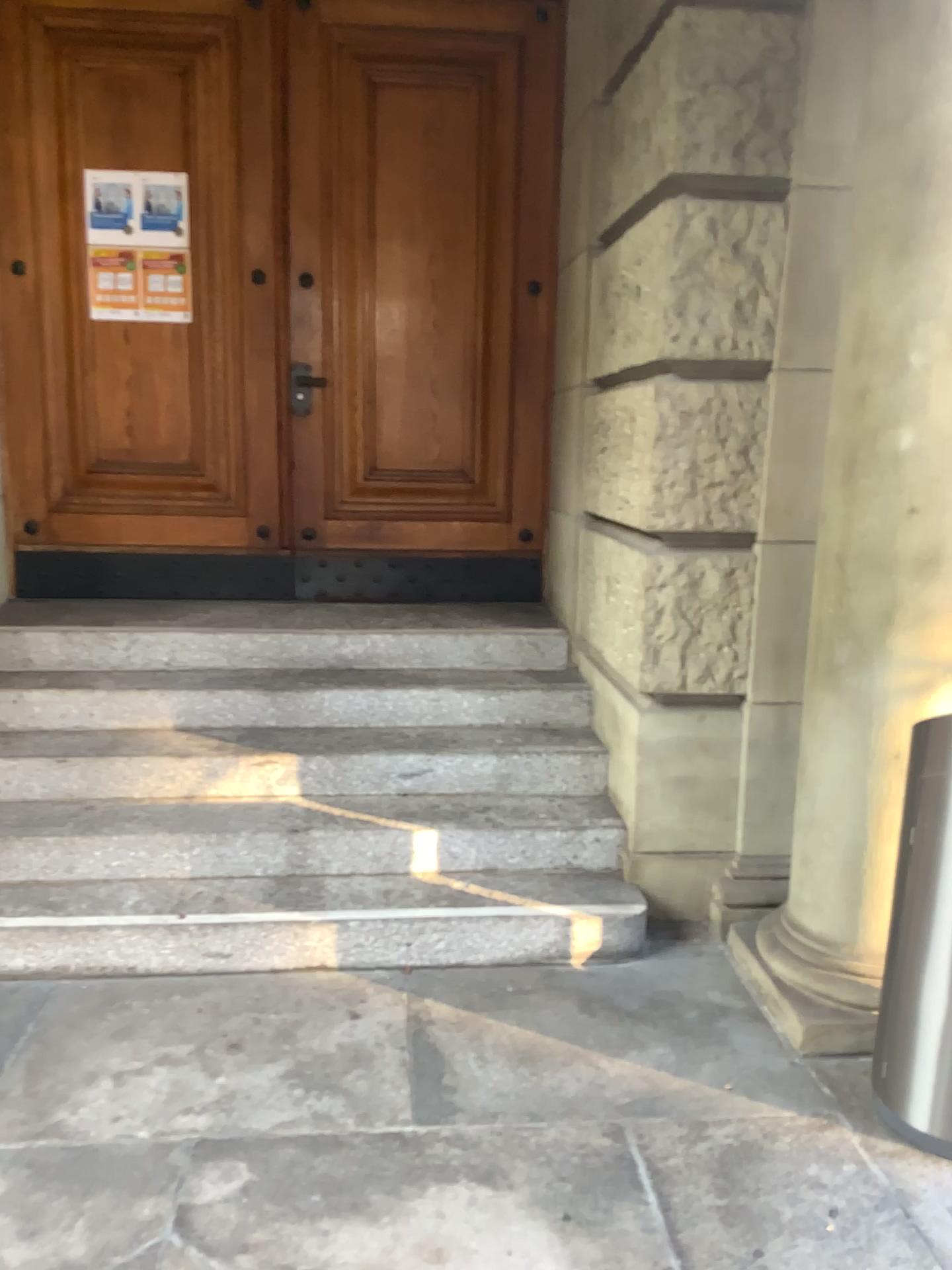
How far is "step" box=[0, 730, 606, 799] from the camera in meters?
3.6 m

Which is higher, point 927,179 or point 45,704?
point 927,179

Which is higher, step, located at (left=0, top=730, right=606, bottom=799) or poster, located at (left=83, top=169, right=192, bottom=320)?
poster, located at (left=83, top=169, right=192, bottom=320)

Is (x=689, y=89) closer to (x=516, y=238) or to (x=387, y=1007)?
(x=516, y=238)

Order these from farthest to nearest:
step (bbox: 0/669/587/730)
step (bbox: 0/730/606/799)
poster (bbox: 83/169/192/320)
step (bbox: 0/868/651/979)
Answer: poster (bbox: 83/169/192/320), step (bbox: 0/669/587/730), step (bbox: 0/730/606/799), step (bbox: 0/868/651/979)

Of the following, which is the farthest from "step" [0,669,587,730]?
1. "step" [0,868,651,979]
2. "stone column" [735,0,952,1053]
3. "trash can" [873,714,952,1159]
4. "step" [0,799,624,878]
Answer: "trash can" [873,714,952,1159]

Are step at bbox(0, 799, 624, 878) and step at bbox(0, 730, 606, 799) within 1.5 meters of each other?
yes

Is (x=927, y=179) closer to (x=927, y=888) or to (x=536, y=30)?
(x=927, y=888)

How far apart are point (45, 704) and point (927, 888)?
3.0 meters

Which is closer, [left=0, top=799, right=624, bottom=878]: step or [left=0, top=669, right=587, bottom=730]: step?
[left=0, top=799, right=624, bottom=878]: step
